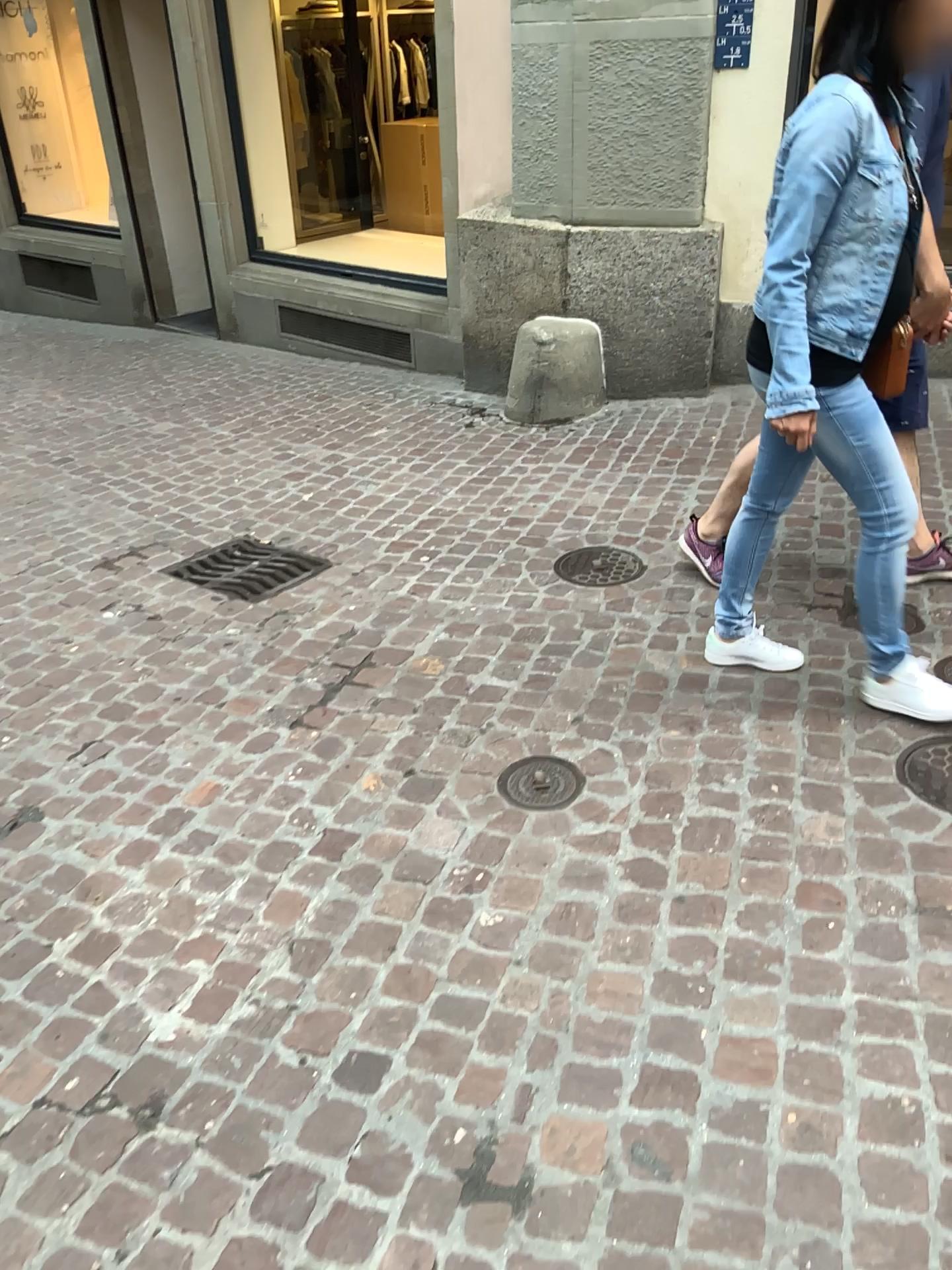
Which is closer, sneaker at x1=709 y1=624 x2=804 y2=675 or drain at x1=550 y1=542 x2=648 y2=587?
sneaker at x1=709 y1=624 x2=804 y2=675

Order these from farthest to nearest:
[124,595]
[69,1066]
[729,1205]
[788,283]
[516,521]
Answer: [516,521], [124,595], [788,283], [69,1066], [729,1205]

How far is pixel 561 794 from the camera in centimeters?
242cm

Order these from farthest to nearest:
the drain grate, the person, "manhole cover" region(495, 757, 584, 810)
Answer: the drain grate → "manhole cover" region(495, 757, 584, 810) → the person

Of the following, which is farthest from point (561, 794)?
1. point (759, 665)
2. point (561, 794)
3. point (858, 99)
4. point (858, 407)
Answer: point (858, 99)

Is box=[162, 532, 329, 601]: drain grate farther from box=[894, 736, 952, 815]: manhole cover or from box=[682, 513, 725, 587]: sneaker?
box=[894, 736, 952, 815]: manhole cover

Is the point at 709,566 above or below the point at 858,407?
below

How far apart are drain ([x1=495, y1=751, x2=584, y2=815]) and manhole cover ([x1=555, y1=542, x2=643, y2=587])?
0.98m

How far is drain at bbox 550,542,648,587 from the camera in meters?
3.4 m

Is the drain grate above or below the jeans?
below
